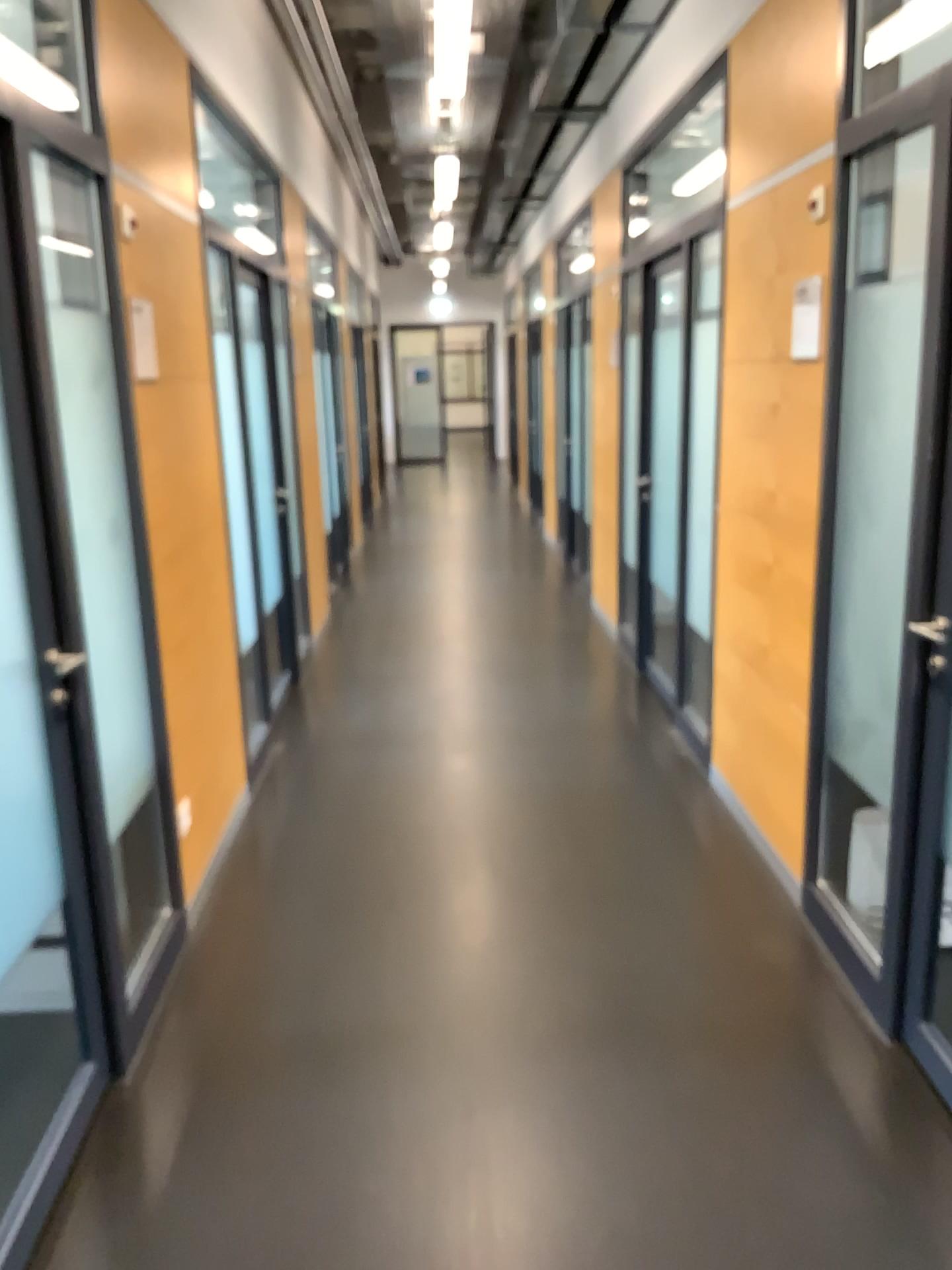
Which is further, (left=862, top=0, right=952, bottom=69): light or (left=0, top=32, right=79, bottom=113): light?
(left=862, top=0, right=952, bottom=69): light

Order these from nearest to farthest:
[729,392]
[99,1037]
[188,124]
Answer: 1. [99,1037]
2. [188,124]
3. [729,392]

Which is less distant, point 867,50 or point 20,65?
point 20,65
